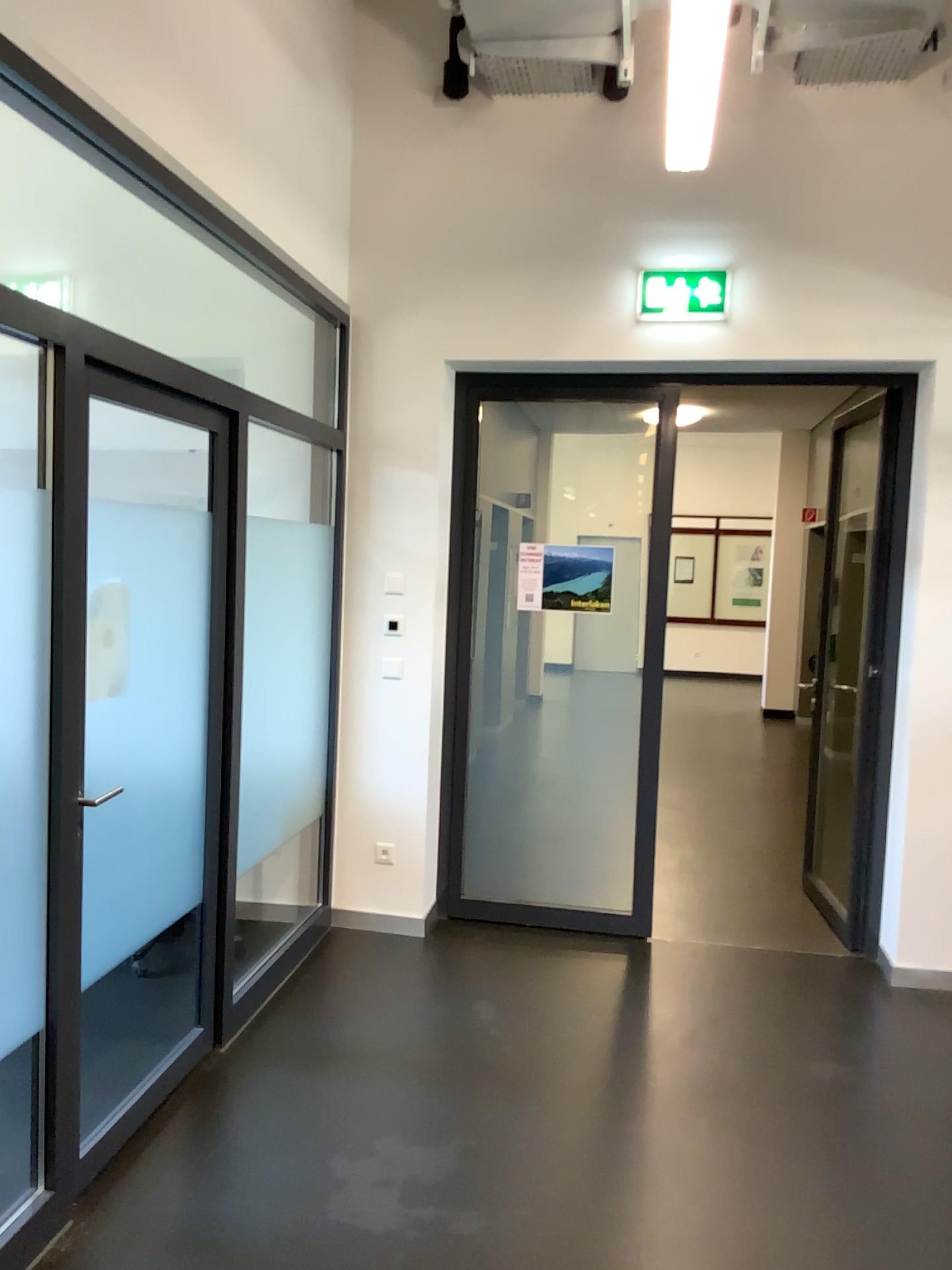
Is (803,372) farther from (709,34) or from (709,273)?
(709,34)

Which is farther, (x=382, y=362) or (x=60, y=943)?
(x=382, y=362)

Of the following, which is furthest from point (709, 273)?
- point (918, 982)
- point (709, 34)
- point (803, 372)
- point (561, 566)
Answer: point (918, 982)

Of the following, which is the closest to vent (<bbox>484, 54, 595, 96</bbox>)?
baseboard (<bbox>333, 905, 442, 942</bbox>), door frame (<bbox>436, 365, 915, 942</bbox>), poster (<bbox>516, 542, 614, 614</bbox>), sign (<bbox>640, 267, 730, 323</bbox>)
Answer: sign (<bbox>640, 267, 730, 323</bbox>)

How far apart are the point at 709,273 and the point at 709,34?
0.90m

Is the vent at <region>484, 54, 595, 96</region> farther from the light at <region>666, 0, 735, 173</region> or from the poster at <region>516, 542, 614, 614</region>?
the poster at <region>516, 542, 614, 614</region>

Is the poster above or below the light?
below

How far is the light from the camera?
4.1 meters

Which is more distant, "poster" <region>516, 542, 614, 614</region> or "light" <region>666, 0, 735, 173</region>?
"poster" <region>516, 542, 614, 614</region>

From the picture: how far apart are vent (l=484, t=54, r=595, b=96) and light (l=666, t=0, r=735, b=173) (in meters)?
0.34
